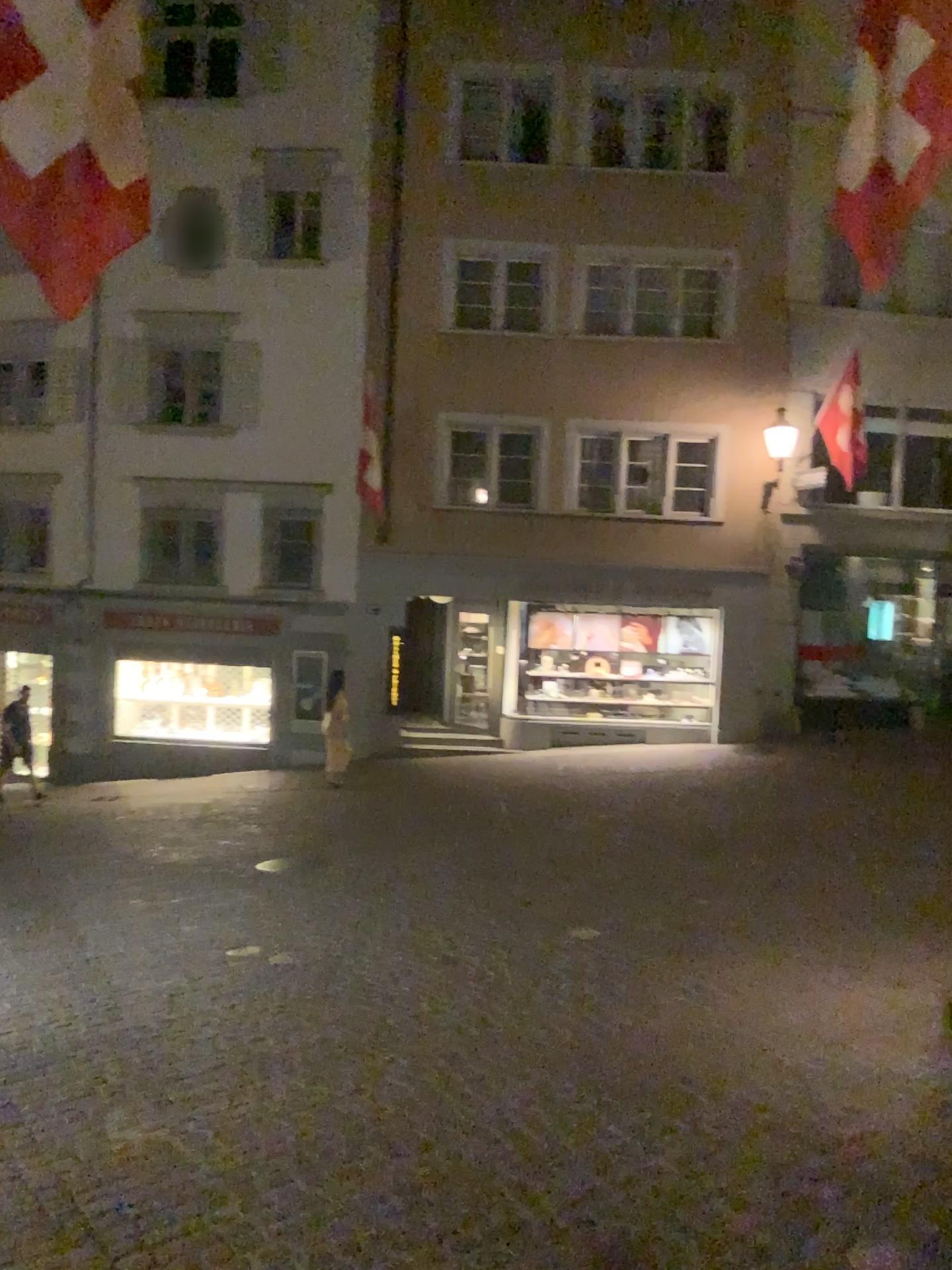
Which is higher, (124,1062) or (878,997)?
(878,997)
